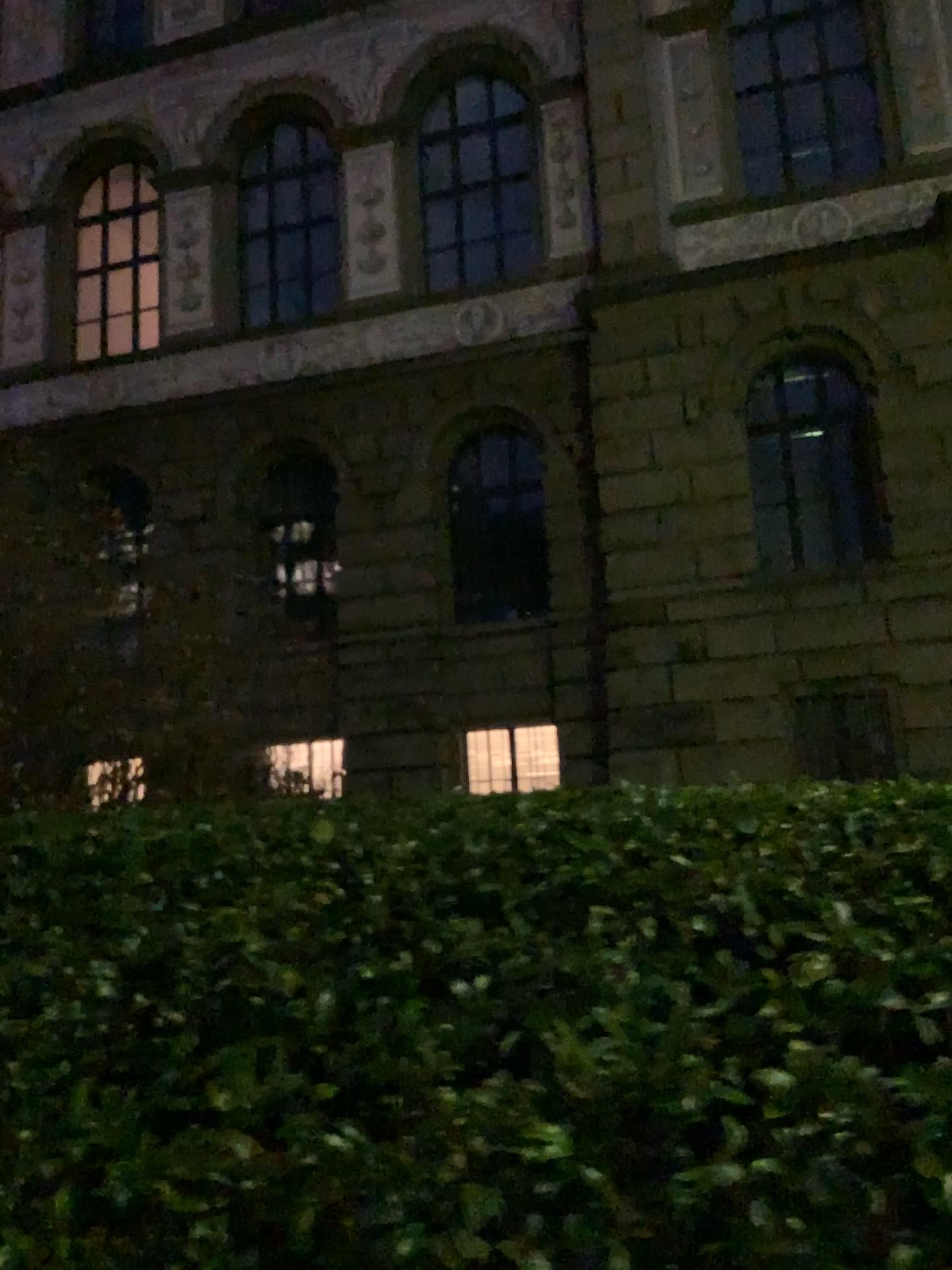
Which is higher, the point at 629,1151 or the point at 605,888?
the point at 605,888
